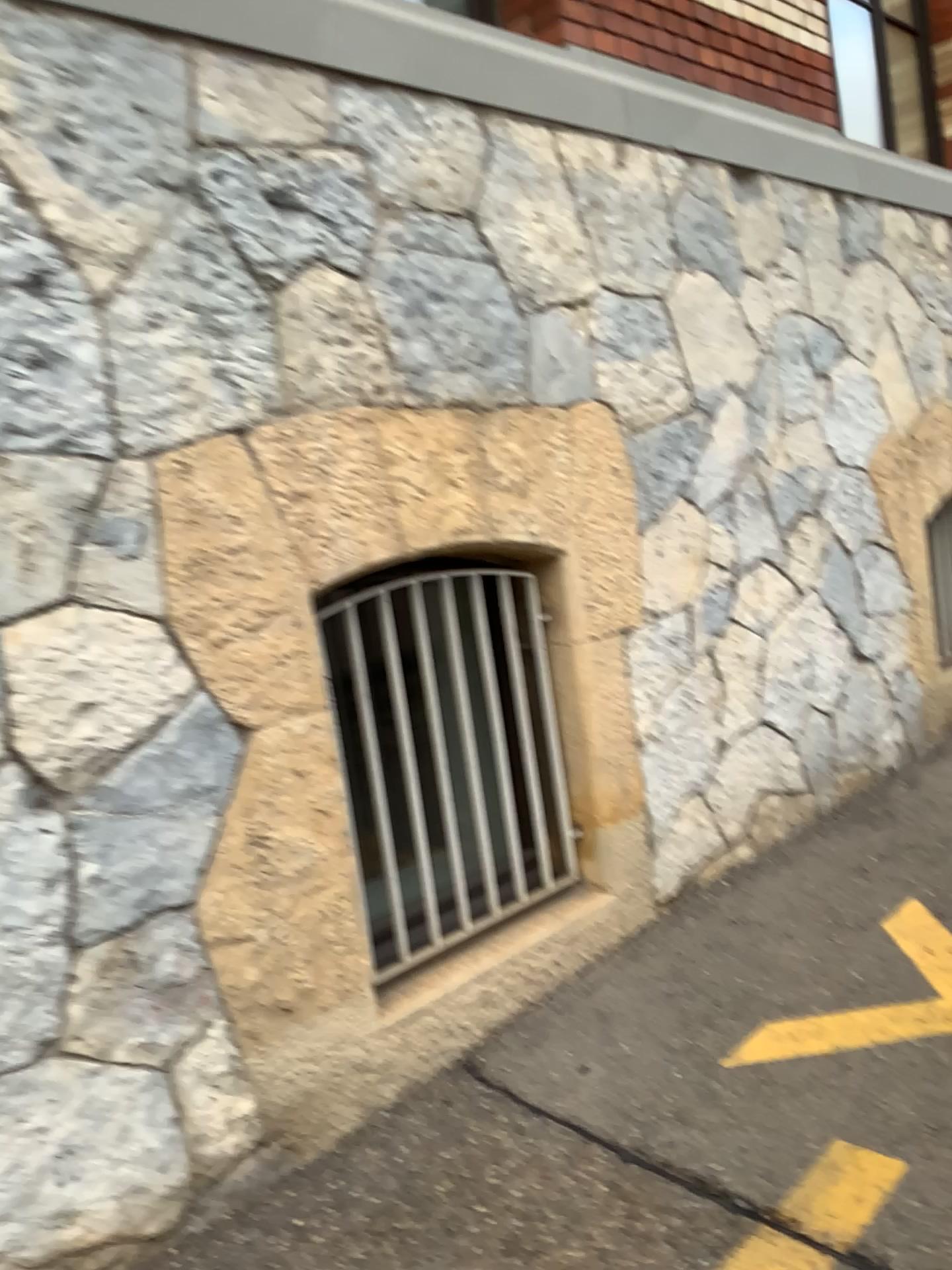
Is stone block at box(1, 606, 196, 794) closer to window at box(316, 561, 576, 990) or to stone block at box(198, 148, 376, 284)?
window at box(316, 561, 576, 990)

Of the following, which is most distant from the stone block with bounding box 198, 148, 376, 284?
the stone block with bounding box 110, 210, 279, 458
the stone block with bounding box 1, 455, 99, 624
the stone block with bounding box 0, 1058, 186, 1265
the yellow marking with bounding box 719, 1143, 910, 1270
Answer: the yellow marking with bounding box 719, 1143, 910, 1270

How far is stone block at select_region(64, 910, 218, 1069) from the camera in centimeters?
193cm

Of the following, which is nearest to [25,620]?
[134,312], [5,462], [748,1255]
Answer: [5,462]

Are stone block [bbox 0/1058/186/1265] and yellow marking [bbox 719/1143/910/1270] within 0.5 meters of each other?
no

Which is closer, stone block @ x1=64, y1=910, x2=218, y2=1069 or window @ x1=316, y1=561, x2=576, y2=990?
stone block @ x1=64, y1=910, x2=218, y2=1069

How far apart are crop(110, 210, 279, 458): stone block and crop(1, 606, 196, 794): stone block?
0.3m

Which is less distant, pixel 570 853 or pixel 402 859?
pixel 402 859

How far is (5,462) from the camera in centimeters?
185cm

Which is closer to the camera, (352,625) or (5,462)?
(5,462)
